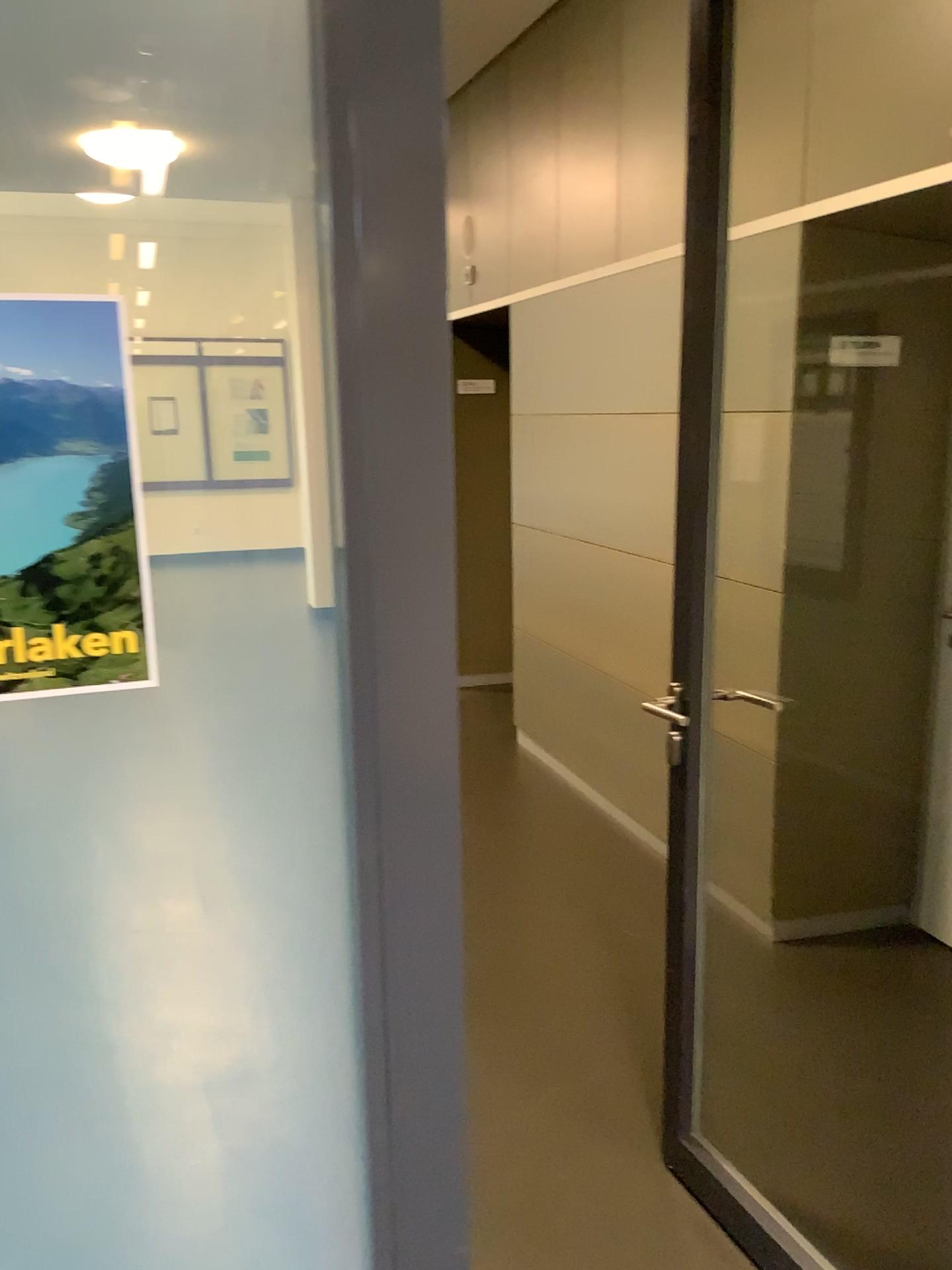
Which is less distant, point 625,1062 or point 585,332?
point 625,1062

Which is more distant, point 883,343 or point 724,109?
point 883,343

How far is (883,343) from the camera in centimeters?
290cm

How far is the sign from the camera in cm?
290

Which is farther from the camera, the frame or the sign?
the sign

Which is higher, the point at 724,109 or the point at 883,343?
the point at 724,109
